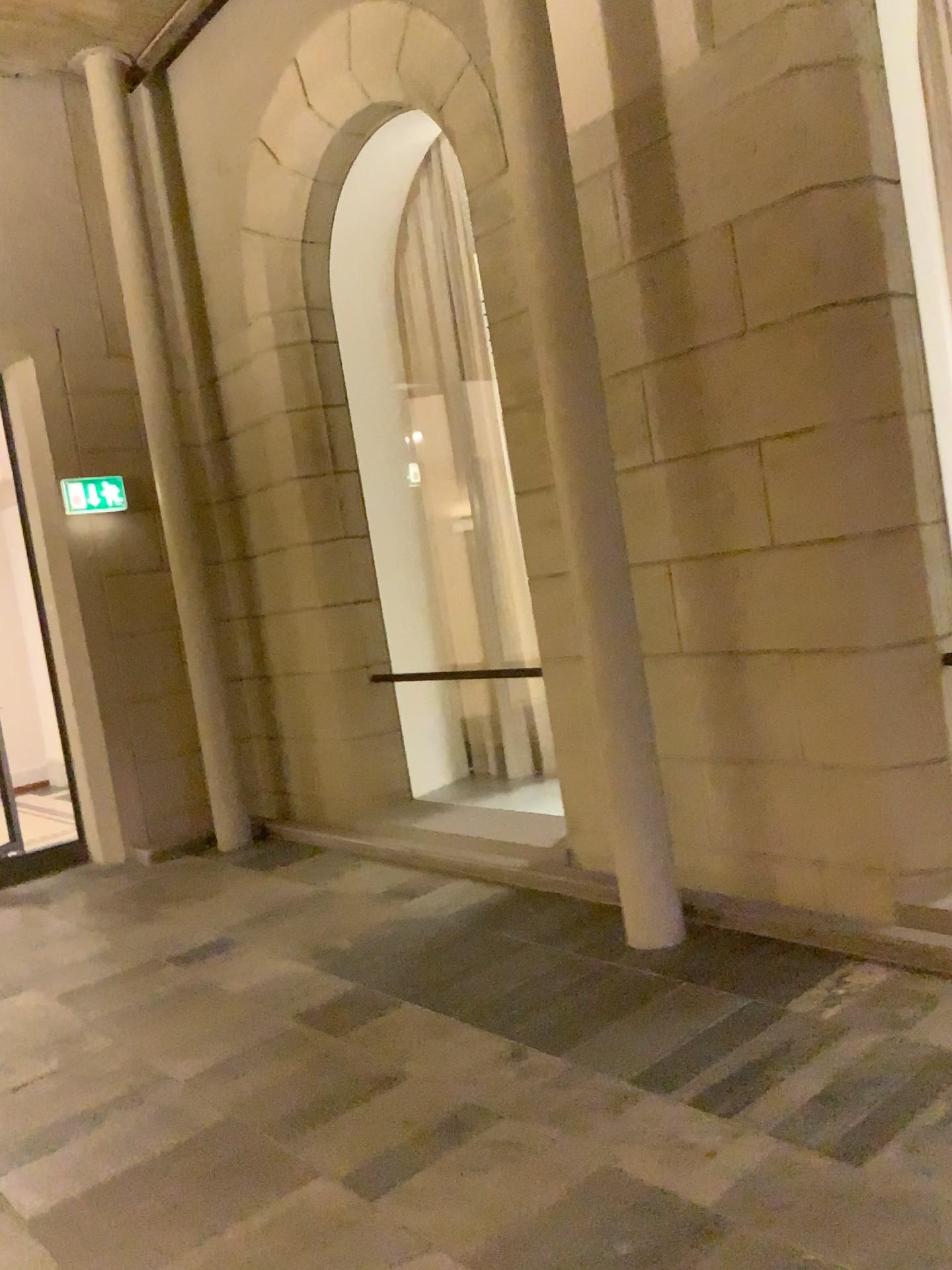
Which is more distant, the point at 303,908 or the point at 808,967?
the point at 303,908

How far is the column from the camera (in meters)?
3.71

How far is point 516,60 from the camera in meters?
3.7 m
